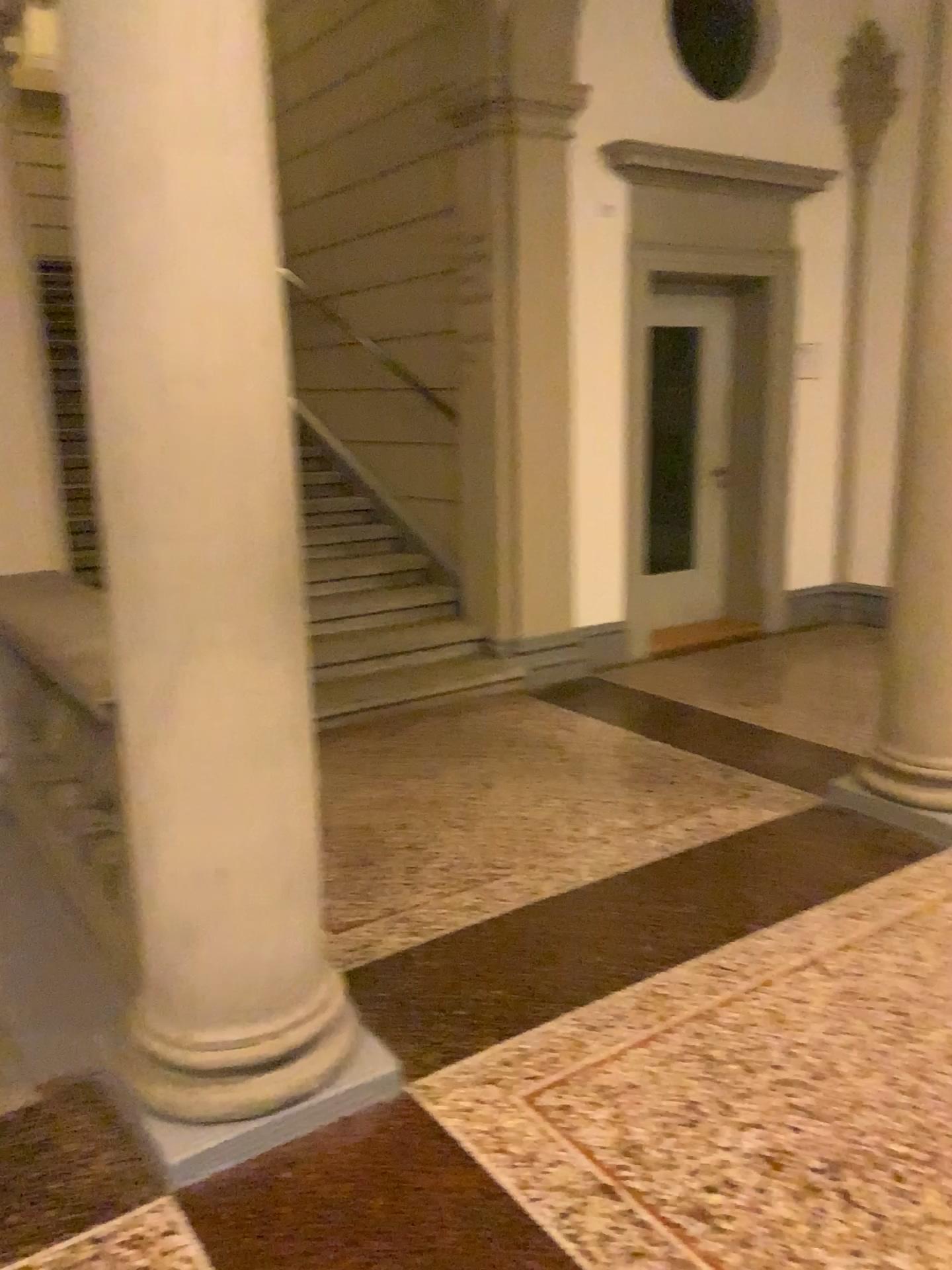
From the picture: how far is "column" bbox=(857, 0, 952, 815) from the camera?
3.4 meters

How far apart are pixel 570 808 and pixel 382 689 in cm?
148

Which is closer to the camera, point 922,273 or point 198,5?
point 198,5

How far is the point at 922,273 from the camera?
3.4 meters

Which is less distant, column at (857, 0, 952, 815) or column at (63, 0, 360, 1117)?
column at (63, 0, 360, 1117)

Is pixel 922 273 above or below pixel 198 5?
below
